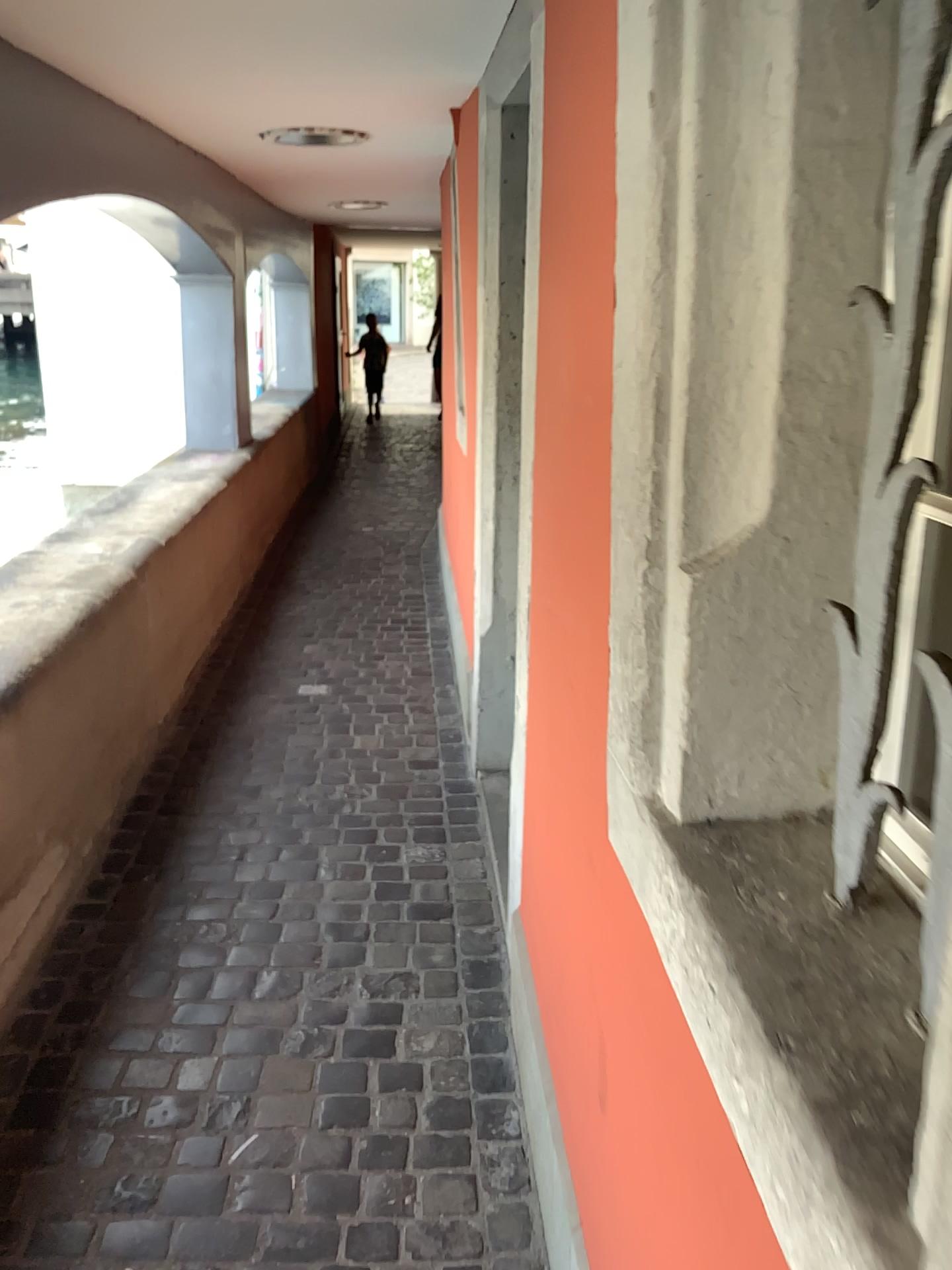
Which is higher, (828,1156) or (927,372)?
(927,372)

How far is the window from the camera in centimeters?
88cm

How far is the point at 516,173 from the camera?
2.70m

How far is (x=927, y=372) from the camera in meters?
0.9

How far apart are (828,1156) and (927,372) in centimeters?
60cm

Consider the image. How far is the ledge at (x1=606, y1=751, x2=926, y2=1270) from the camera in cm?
63
